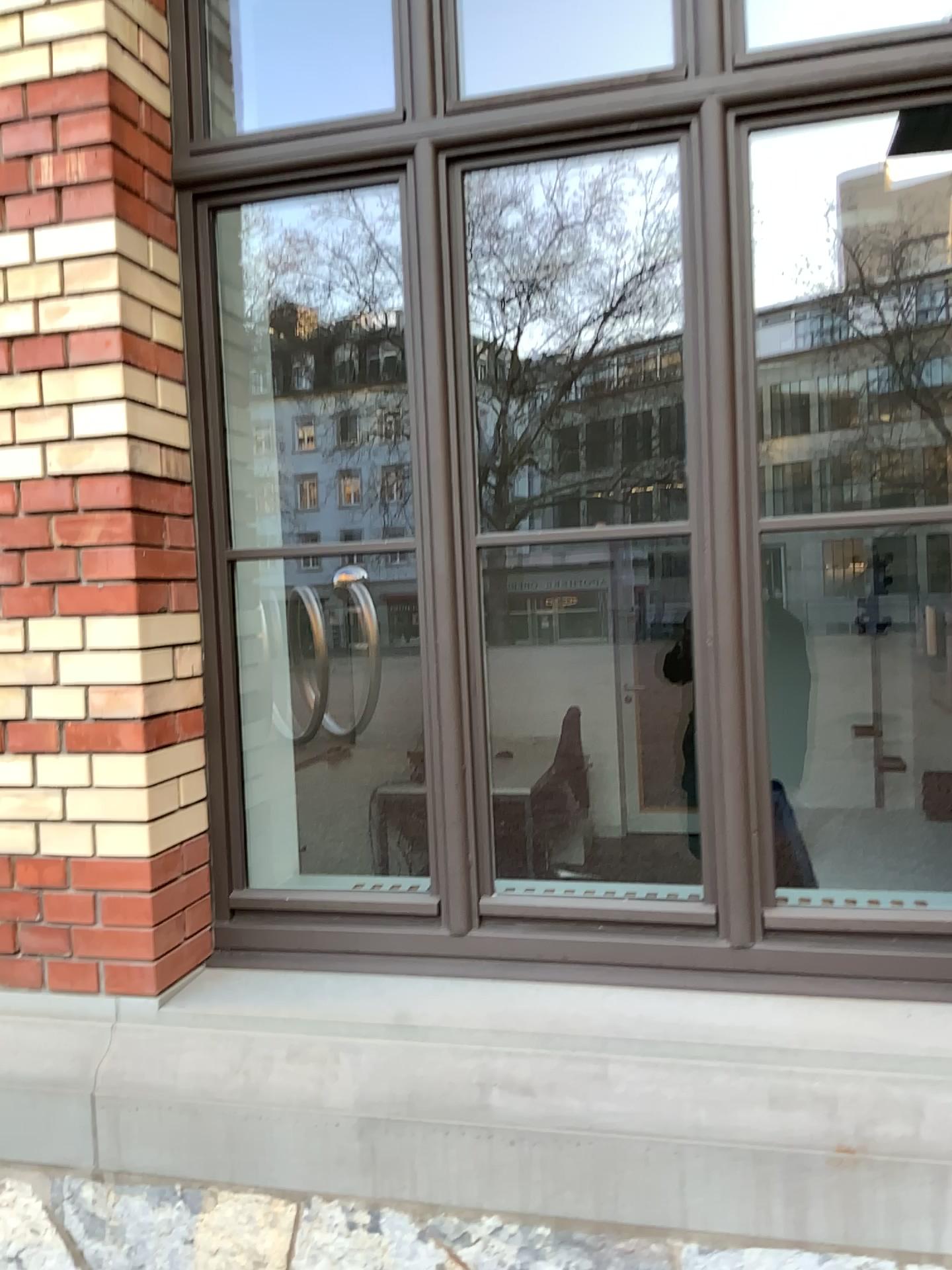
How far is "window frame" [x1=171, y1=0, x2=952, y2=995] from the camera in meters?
2.0

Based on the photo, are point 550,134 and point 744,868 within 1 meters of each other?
no

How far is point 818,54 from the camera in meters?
2.0 m
